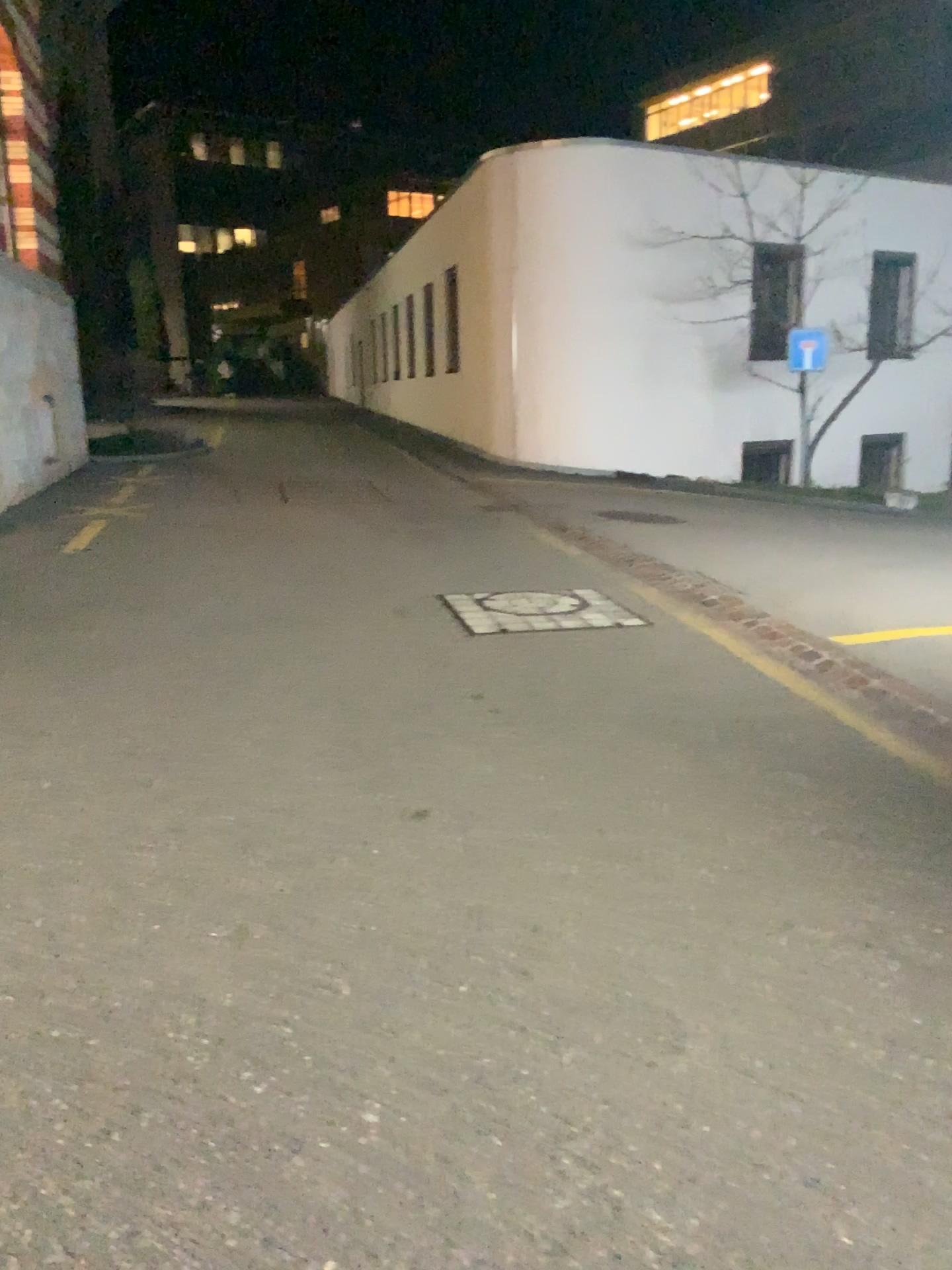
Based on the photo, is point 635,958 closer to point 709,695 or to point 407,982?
point 407,982
